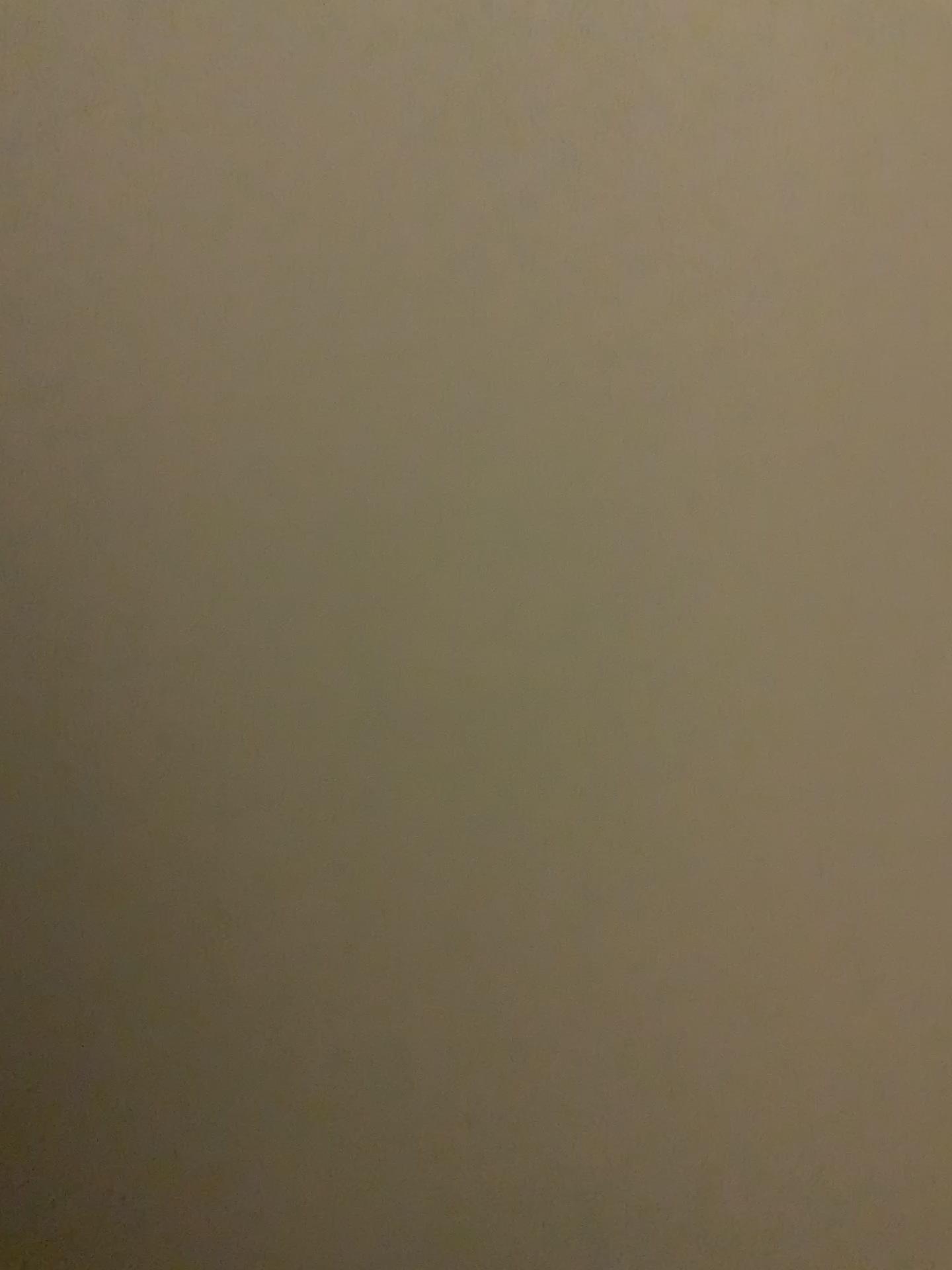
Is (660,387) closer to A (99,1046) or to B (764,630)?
B (764,630)
